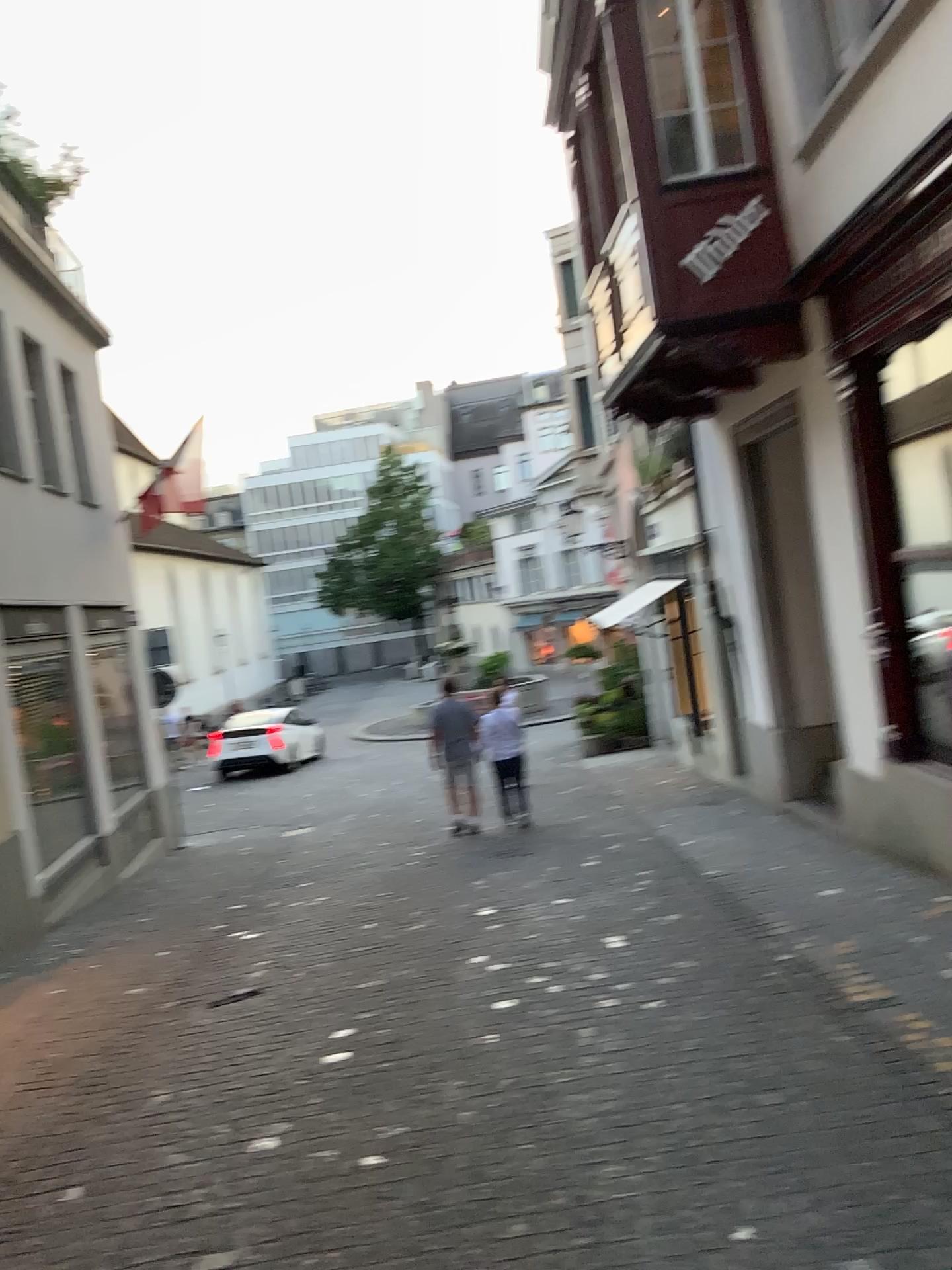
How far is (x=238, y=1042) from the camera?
4.7m
